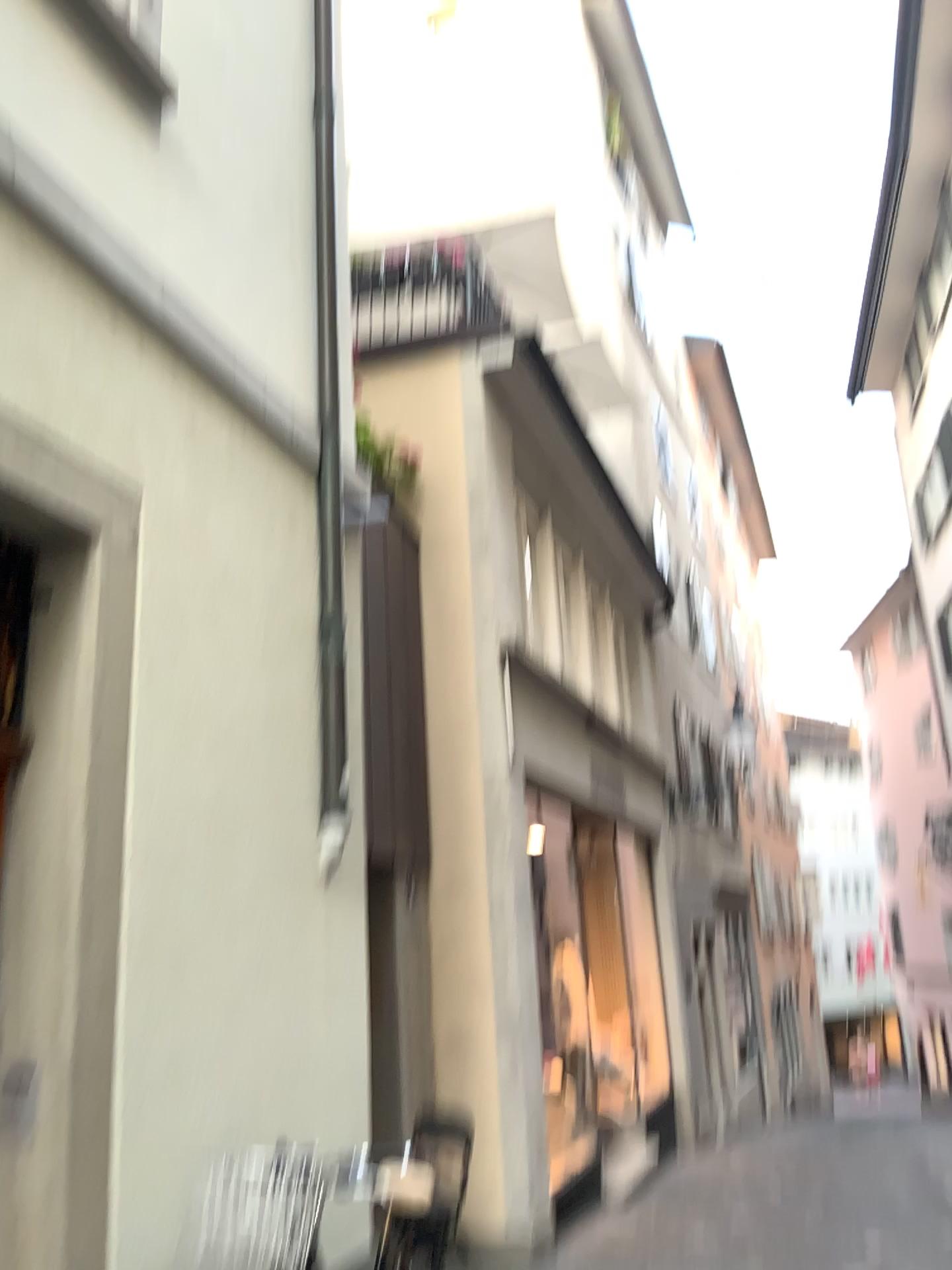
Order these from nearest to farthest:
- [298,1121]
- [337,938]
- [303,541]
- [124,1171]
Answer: [124,1171]
[298,1121]
[337,938]
[303,541]
